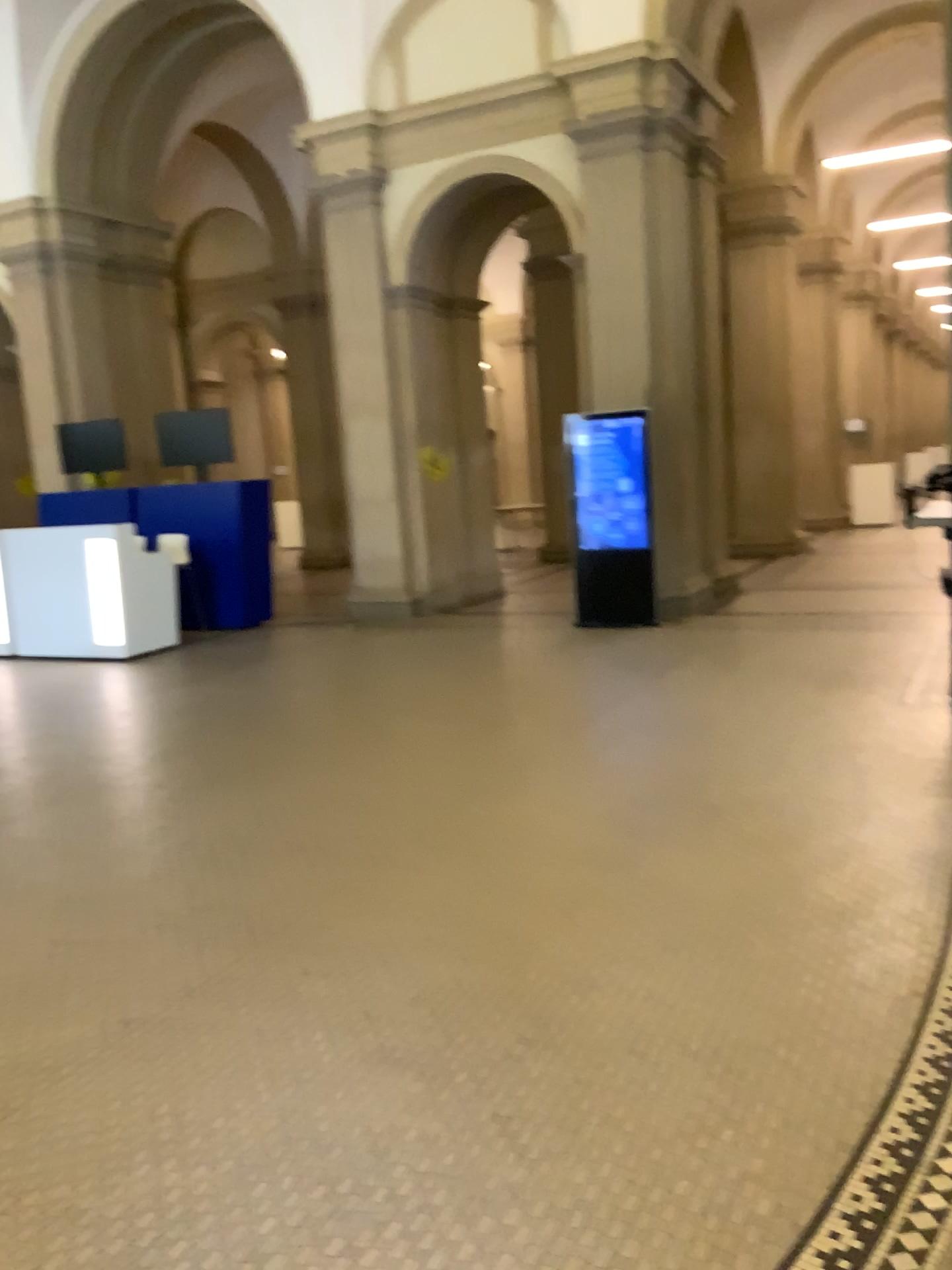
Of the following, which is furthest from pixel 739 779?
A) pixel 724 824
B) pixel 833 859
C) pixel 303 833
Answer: pixel 303 833
